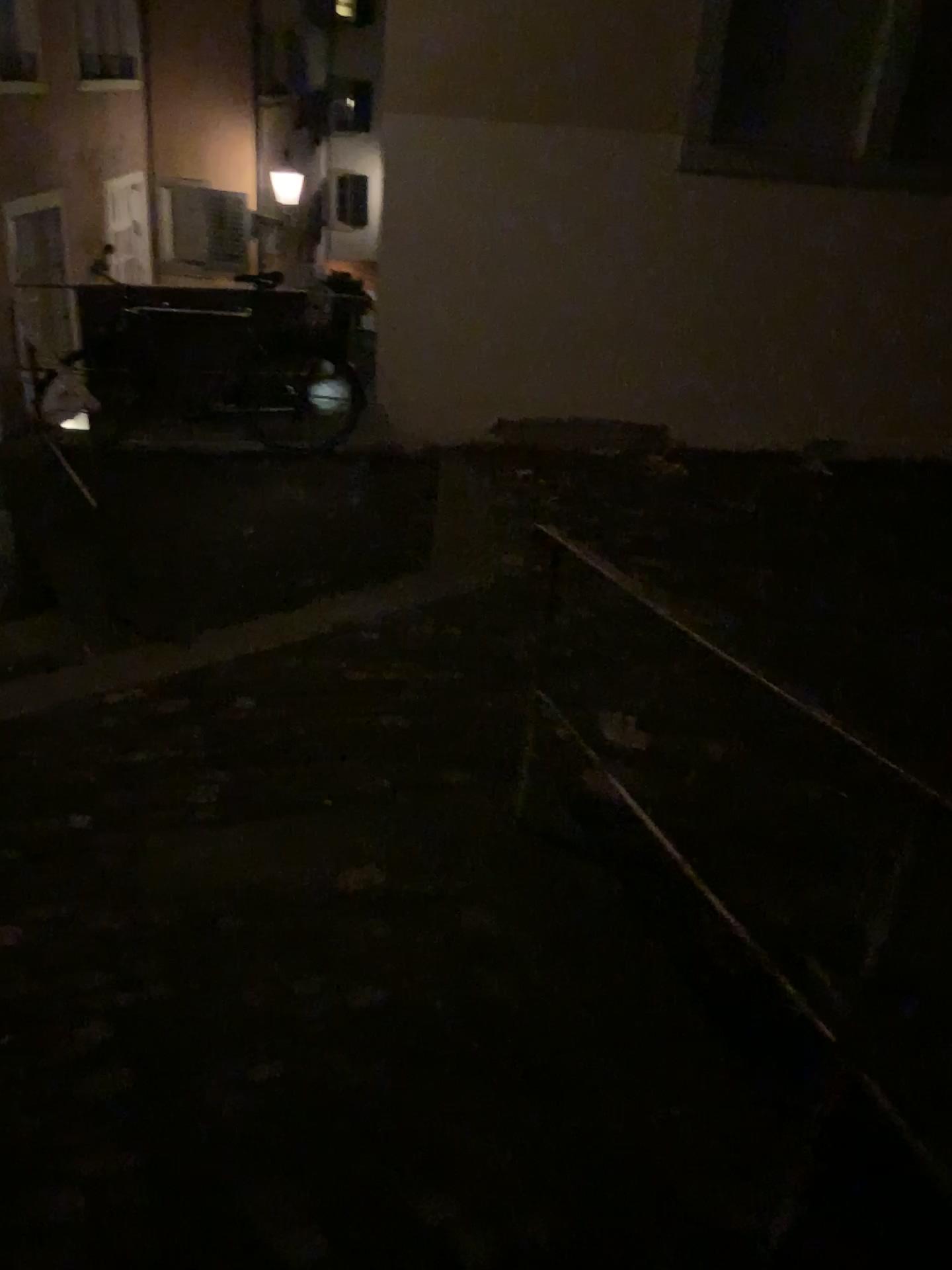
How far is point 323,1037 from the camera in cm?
186
